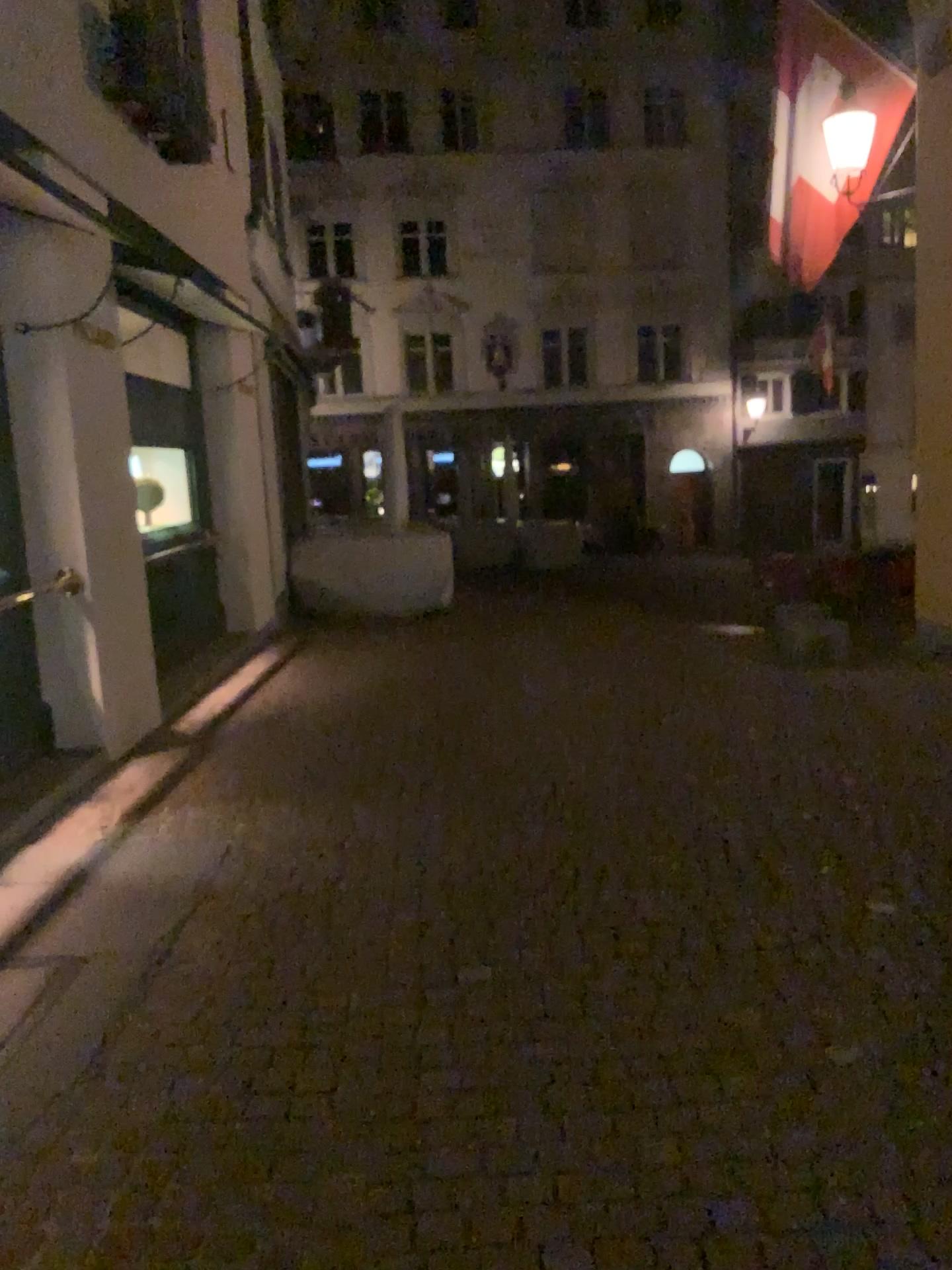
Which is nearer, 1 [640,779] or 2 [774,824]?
2 [774,824]
